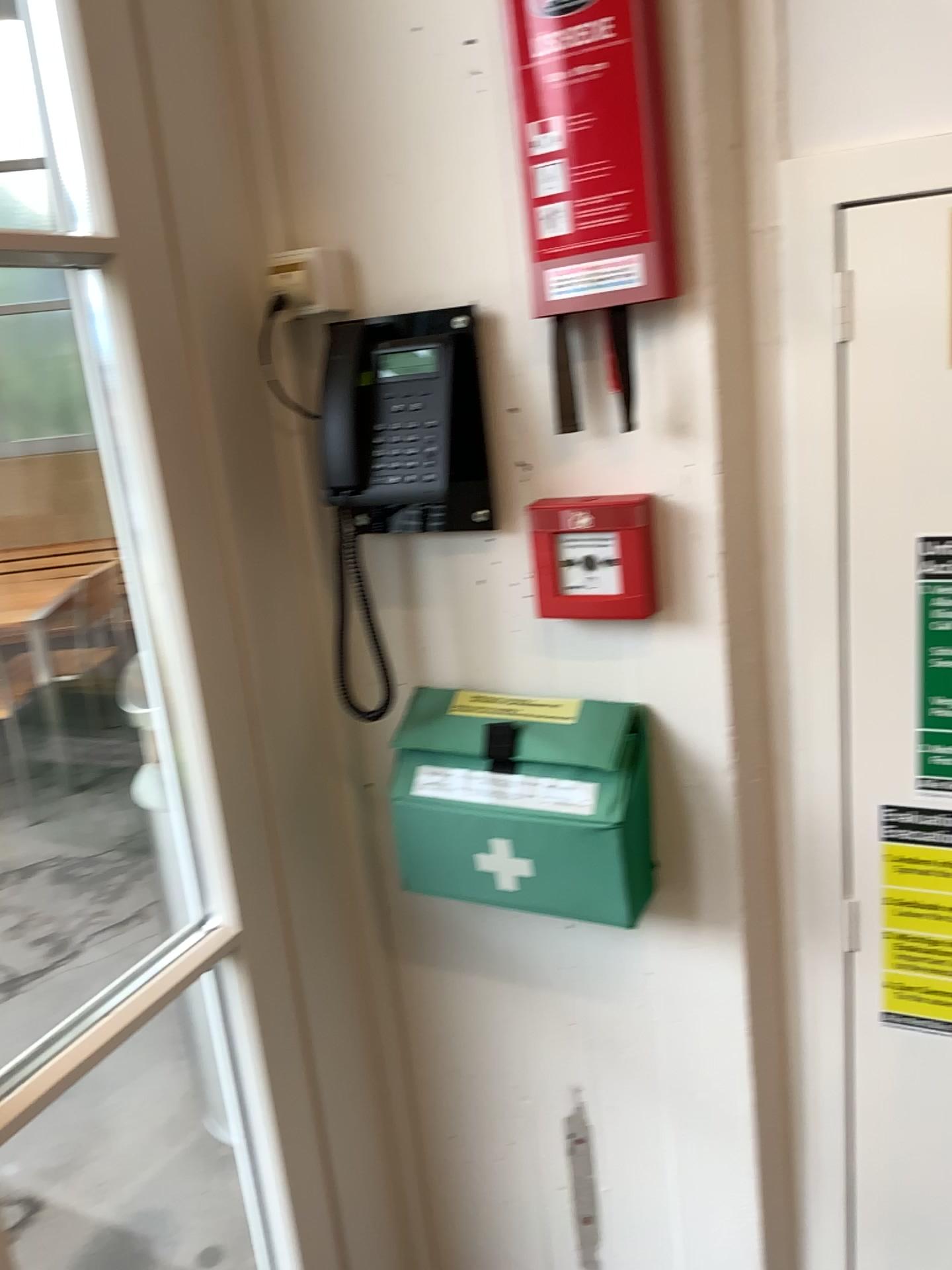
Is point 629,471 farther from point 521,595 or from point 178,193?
point 178,193

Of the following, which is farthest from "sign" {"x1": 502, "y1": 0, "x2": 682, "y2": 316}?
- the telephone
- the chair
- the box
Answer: the chair

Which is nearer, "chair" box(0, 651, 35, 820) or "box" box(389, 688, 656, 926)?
"box" box(389, 688, 656, 926)

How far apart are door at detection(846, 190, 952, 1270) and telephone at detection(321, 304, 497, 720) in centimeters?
40cm

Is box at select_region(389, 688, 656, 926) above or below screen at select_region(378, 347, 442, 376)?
below

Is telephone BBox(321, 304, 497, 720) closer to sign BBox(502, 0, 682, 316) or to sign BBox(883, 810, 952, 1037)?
sign BBox(502, 0, 682, 316)

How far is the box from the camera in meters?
1.2 m

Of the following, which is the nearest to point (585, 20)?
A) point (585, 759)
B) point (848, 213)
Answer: point (848, 213)

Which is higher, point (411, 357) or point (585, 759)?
point (411, 357)

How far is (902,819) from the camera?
1.17m
